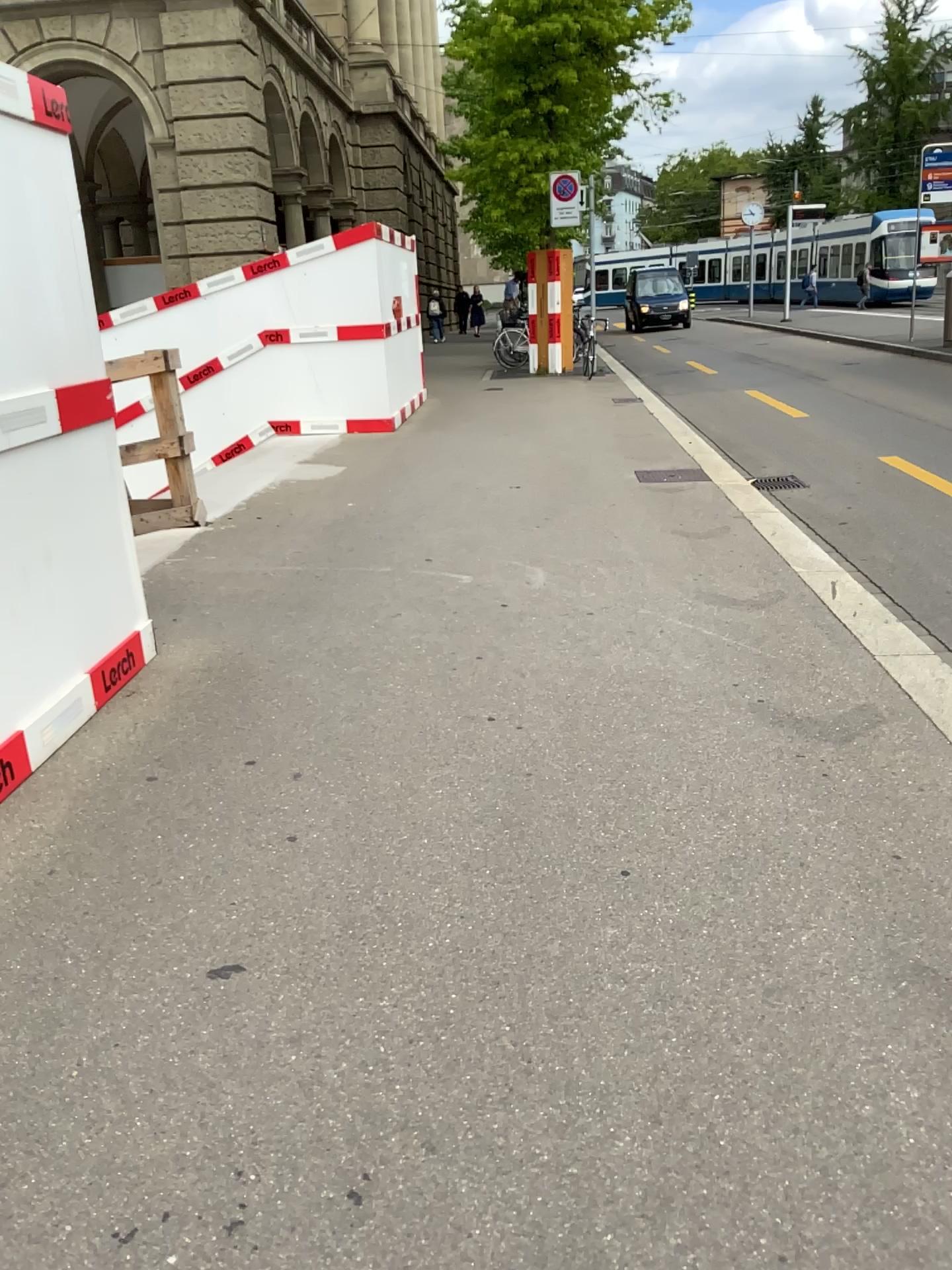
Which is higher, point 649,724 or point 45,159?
point 45,159
